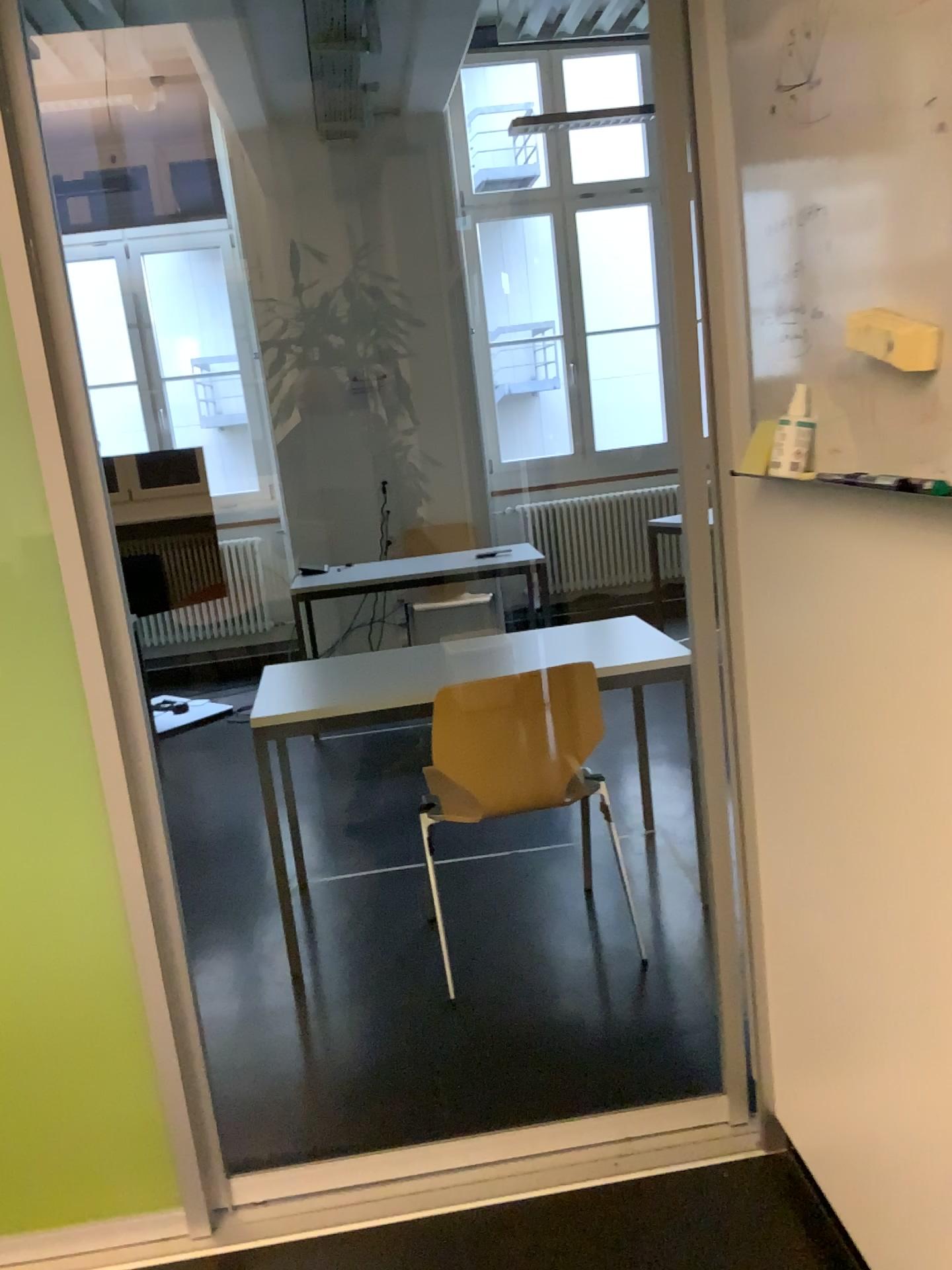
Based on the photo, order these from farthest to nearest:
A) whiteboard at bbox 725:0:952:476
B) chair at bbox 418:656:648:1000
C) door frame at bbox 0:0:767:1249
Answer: chair at bbox 418:656:648:1000 < door frame at bbox 0:0:767:1249 < whiteboard at bbox 725:0:952:476

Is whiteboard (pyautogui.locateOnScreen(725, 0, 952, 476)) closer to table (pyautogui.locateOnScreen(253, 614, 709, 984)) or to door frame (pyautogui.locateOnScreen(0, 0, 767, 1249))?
door frame (pyautogui.locateOnScreen(0, 0, 767, 1249))

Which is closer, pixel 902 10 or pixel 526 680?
pixel 902 10

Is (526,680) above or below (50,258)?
below

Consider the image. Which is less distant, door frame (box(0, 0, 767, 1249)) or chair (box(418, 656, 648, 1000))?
door frame (box(0, 0, 767, 1249))

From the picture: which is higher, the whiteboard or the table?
the whiteboard

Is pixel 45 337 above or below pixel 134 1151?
above

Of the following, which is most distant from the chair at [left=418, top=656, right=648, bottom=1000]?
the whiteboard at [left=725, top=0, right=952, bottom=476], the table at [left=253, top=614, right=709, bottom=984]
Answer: the whiteboard at [left=725, top=0, right=952, bottom=476]

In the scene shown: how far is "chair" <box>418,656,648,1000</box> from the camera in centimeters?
254cm

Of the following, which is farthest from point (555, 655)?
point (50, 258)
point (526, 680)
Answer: point (50, 258)
